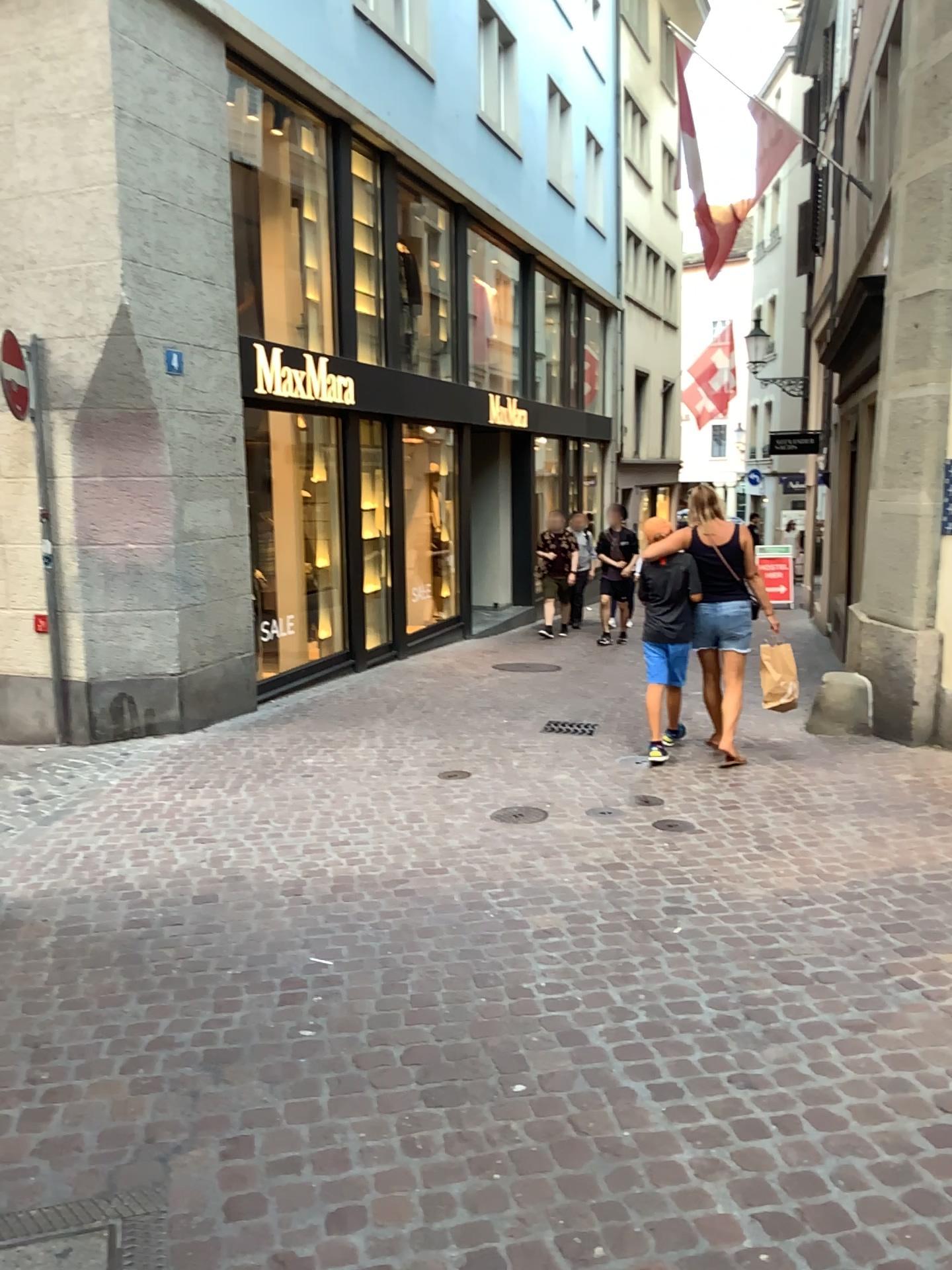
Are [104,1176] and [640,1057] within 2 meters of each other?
yes
